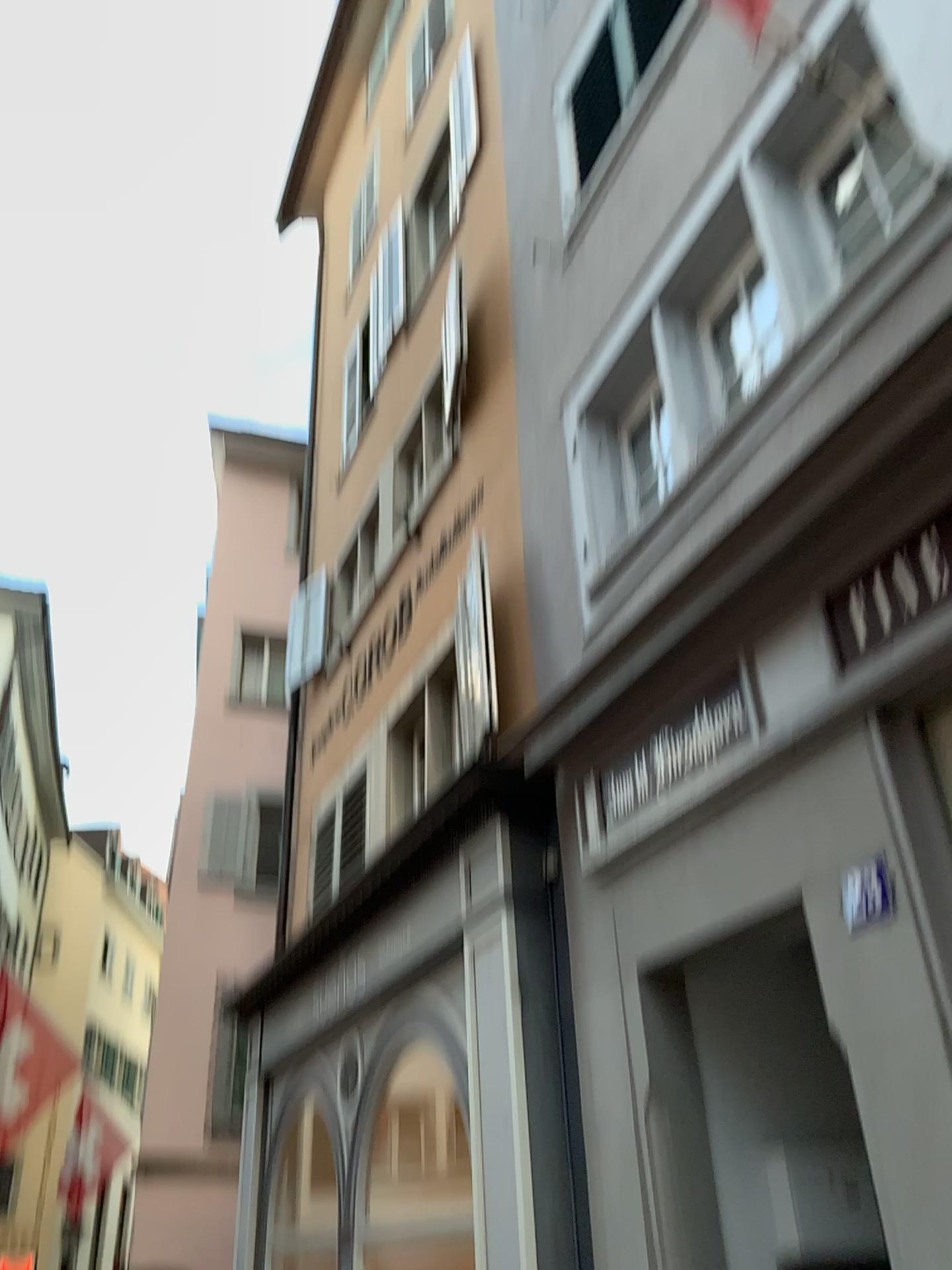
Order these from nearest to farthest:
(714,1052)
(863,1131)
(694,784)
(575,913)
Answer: (863,1131) < (694,784) < (714,1052) < (575,913)

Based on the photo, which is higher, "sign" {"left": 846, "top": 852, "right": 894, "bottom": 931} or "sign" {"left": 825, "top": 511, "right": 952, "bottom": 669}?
"sign" {"left": 825, "top": 511, "right": 952, "bottom": 669}

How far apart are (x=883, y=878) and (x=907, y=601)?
0.8 meters

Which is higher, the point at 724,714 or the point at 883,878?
the point at 724,714

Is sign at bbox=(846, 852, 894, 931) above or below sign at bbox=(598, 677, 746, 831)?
below

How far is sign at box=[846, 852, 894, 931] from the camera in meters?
3.0 m

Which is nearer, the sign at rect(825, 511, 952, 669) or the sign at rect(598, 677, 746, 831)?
the sign at rect(825, 511, 952, 669)

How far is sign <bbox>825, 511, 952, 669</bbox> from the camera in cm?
300

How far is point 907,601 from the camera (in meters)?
3.00

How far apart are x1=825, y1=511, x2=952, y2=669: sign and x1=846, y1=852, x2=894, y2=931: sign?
0.6m
